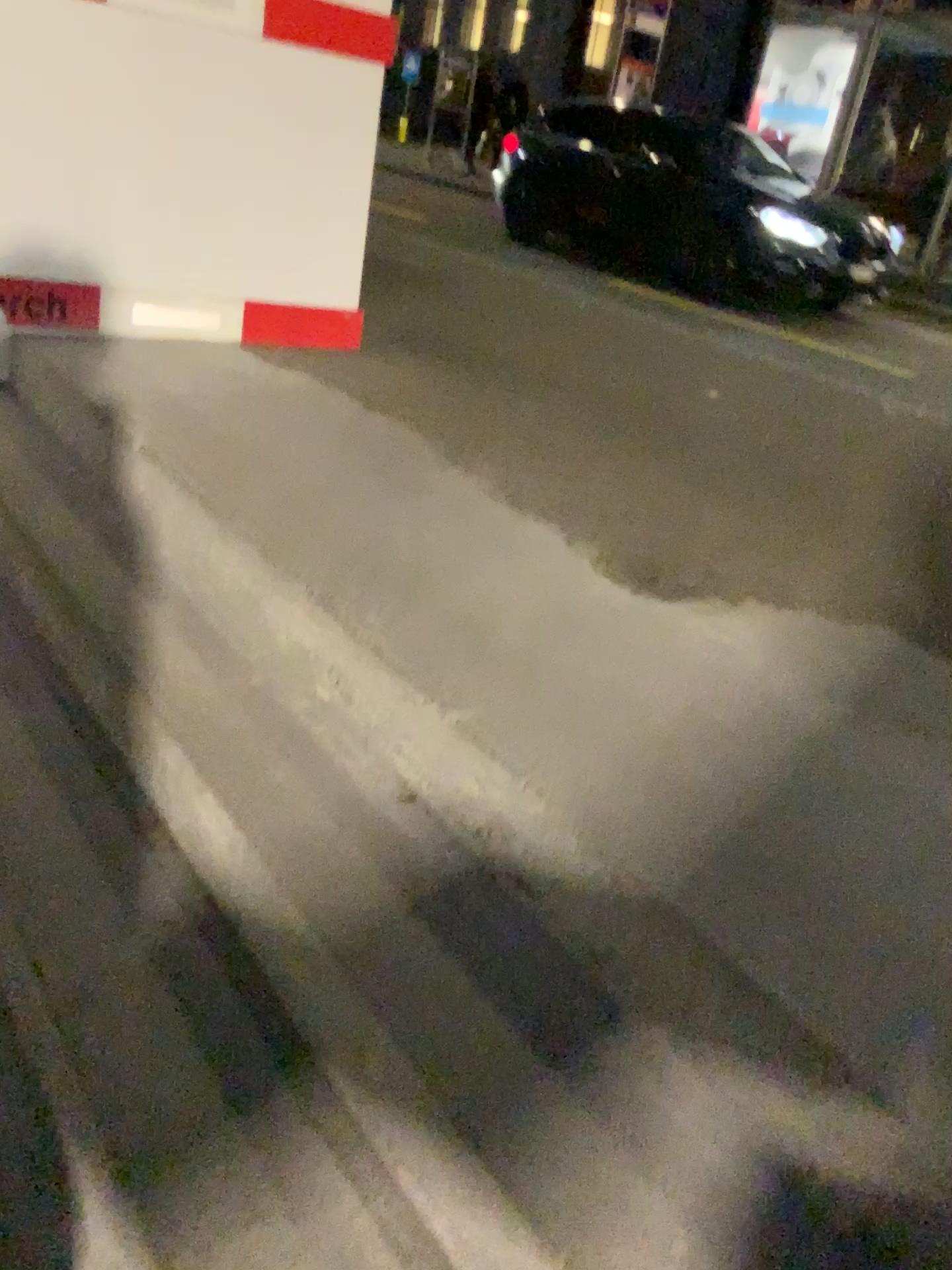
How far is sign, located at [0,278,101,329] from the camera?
3.2m

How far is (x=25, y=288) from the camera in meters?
3.2

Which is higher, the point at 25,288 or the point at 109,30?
the point at 109,30

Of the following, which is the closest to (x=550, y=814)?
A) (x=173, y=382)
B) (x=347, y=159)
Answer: (x=173, y=382)
